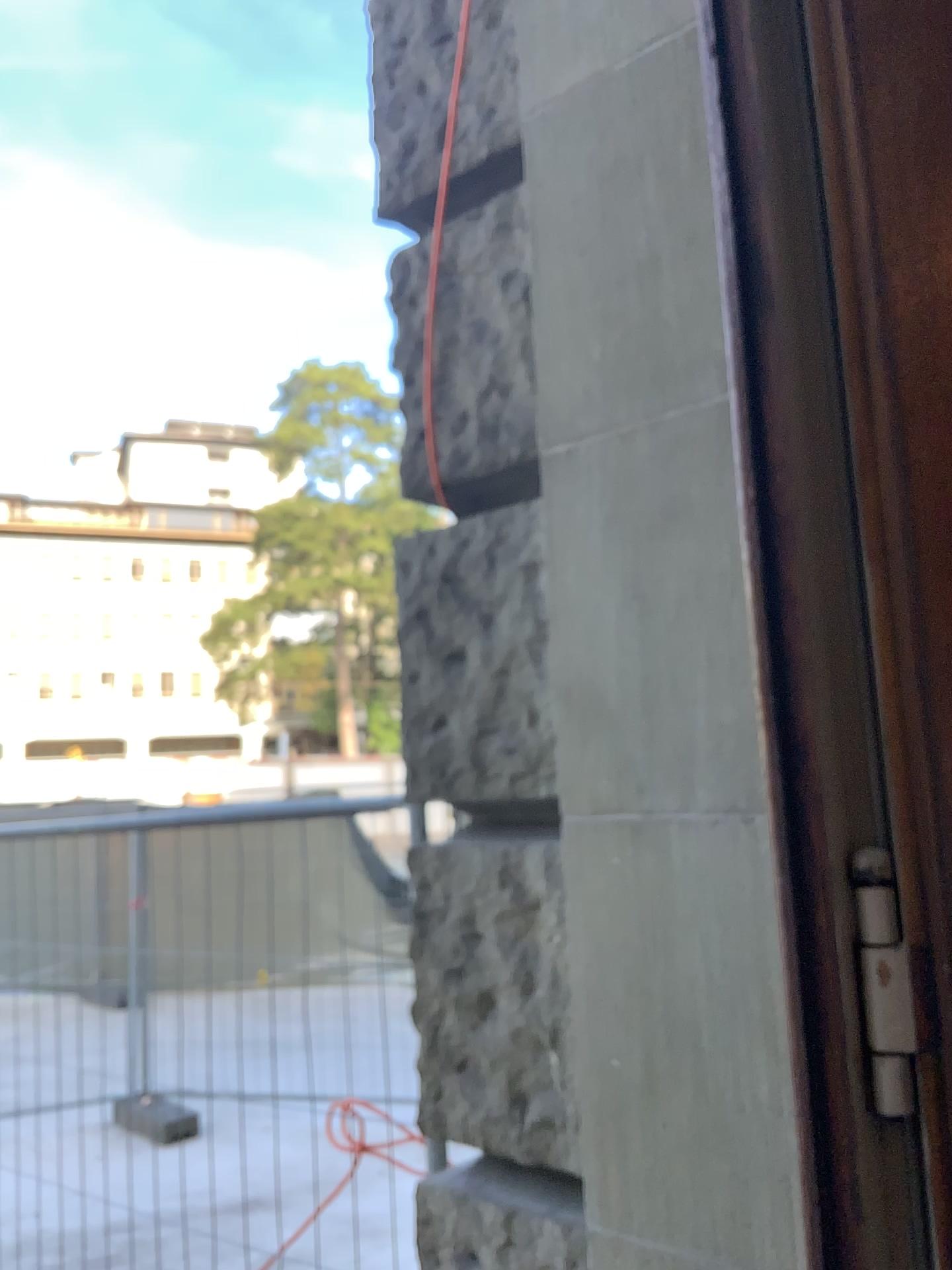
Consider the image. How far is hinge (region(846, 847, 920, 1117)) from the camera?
0.96m

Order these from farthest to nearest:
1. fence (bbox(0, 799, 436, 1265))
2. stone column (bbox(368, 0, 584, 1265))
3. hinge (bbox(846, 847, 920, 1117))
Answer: fence (bbox(0, 799, 436, 1265)), stone column (bbox(368, 0, 584, 1265)), hinge (bbox(846, 847, 920, 1117))

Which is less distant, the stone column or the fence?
the stone column

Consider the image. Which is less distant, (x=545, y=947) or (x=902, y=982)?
(x=902, y=982)

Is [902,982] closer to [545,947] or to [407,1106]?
[545,947]

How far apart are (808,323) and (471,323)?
0.74m

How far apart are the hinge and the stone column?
0.6m

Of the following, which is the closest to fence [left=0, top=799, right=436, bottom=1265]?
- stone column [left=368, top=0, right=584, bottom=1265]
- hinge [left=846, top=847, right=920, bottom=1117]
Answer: stone column [left=368, top=0, right=584, bottom=1265]

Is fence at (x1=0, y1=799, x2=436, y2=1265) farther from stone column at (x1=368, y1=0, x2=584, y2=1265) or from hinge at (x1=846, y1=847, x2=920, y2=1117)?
hinge at (x1=846, y1=847, x2=920, y2=1117)

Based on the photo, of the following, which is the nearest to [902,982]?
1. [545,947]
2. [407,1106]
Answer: [545,947]
